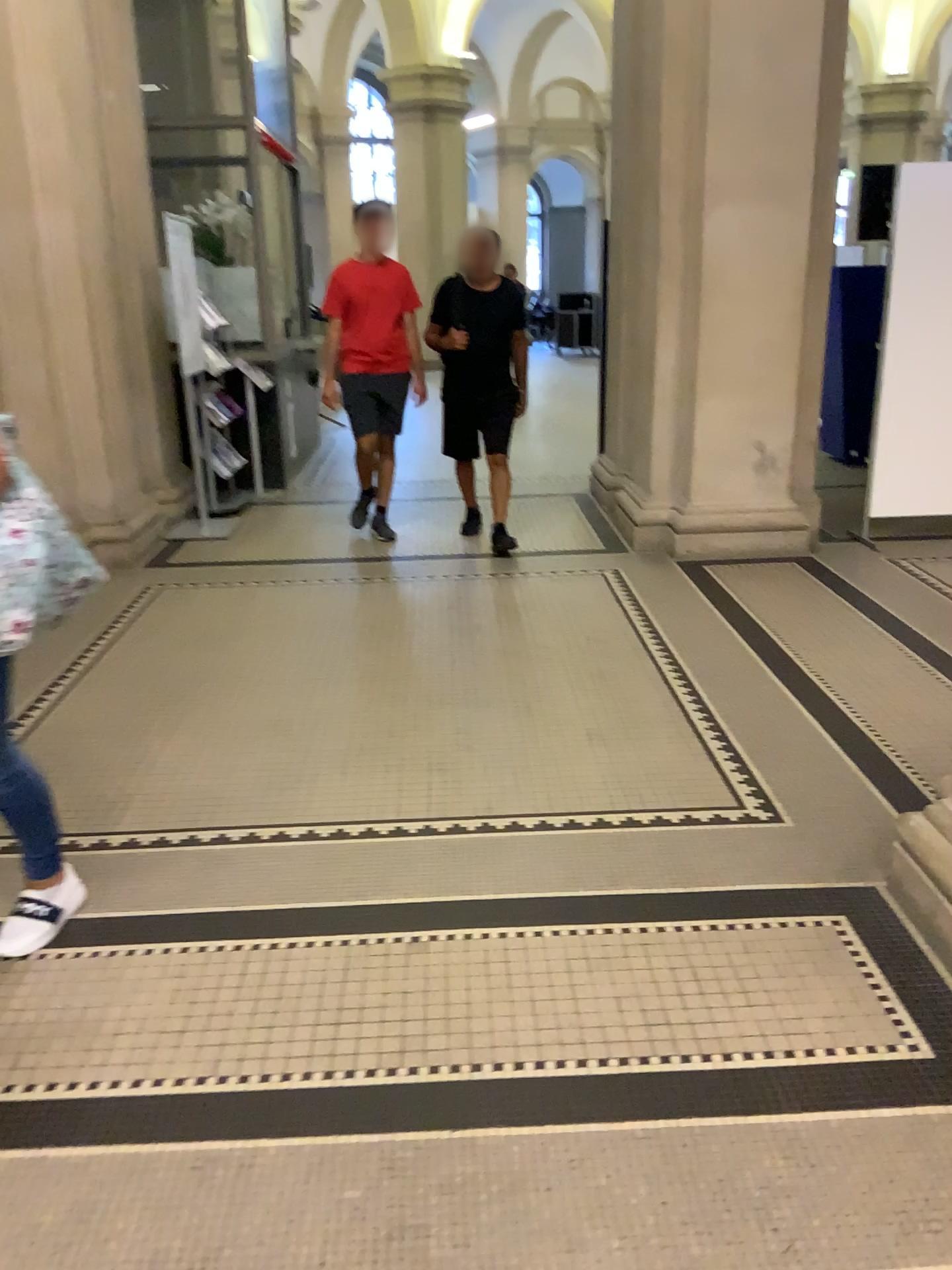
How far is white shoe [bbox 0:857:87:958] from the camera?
2.41m

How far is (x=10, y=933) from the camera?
2.41m

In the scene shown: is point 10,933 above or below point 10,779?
below

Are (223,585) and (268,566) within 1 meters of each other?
yes
